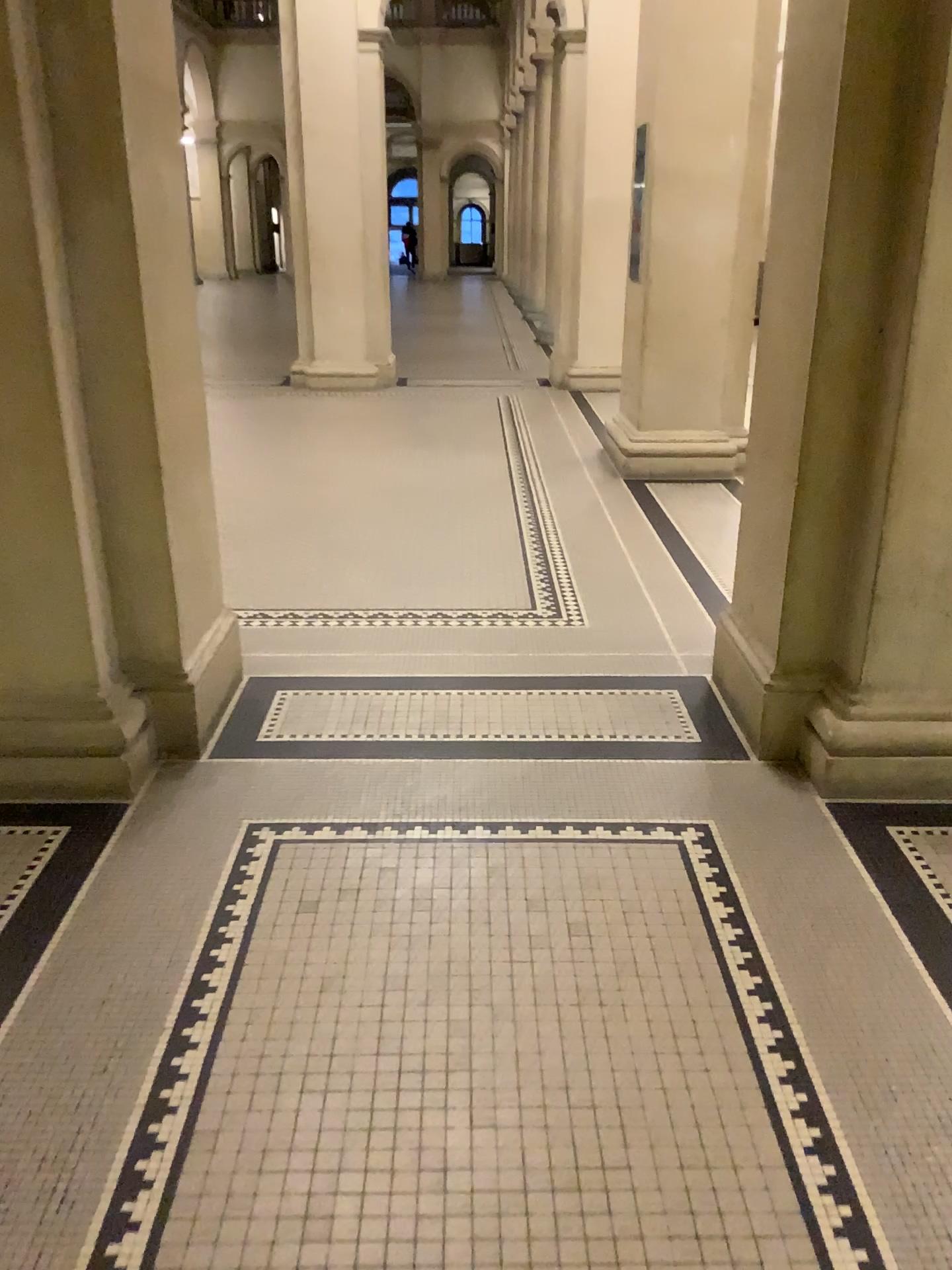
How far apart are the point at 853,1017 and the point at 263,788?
1.6m

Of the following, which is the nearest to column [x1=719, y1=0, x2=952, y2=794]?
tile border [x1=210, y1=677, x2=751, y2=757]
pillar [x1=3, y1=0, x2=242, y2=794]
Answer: tile border [x1=210, y1=677, x2=751, y2=757]

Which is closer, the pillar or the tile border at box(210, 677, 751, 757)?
the pillar

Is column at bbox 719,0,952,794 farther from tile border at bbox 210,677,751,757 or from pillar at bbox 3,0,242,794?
pillar at bbox 3,0,242,794

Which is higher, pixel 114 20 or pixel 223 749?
pixel 114 20

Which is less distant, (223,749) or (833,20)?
(833,20)

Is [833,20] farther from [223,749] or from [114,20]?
[223,749]

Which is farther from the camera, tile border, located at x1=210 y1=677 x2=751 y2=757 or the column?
tile border, located at x1=210 y1=677 x2=751 y2=757
